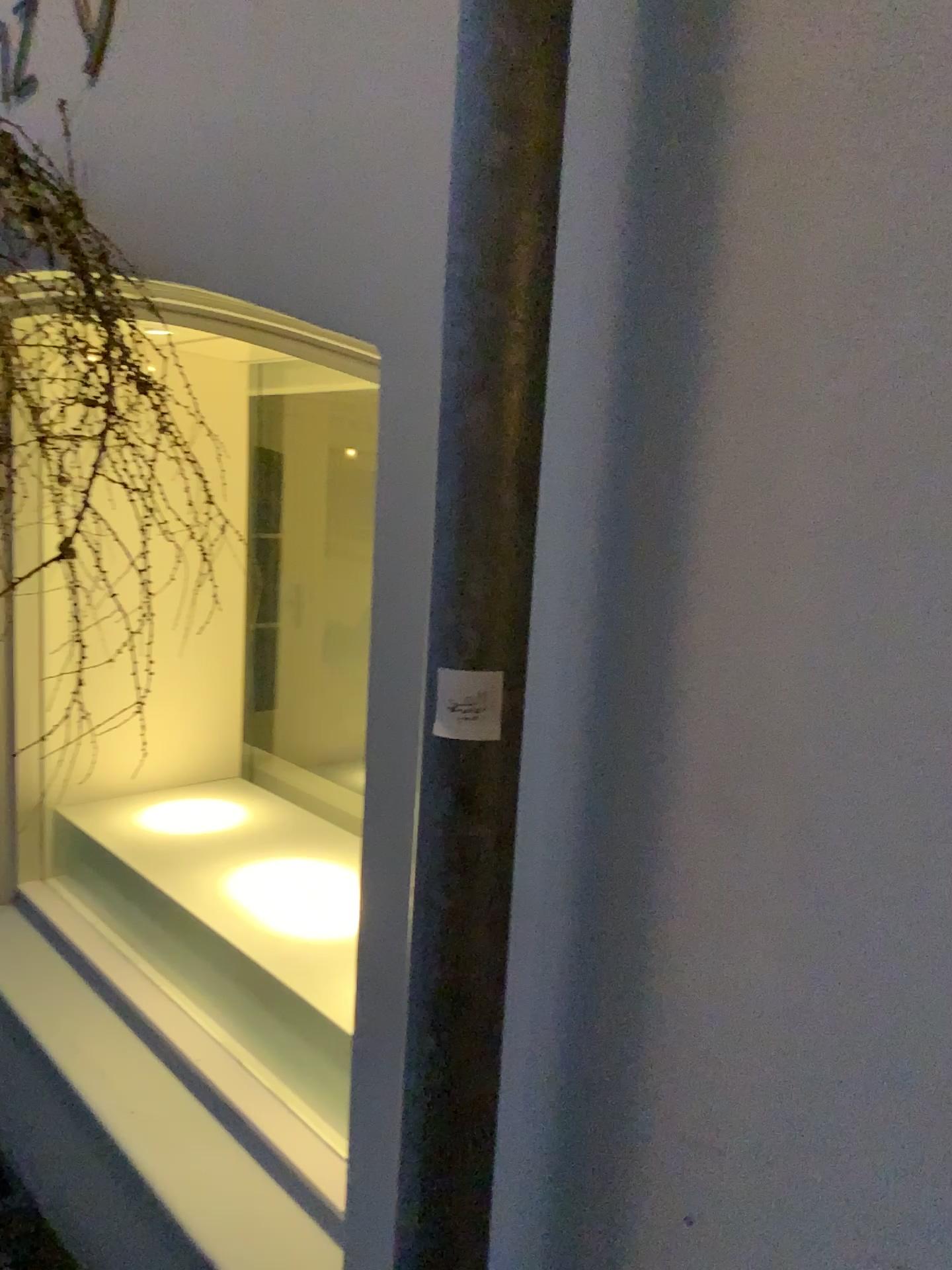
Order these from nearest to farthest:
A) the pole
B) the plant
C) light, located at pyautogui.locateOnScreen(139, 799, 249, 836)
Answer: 1. the pole
2. the plant
3. light, located at pyautogui.locateOnScreen(139, 799, 249, 836)

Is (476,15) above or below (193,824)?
above

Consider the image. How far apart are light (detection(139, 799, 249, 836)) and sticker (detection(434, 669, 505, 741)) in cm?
175

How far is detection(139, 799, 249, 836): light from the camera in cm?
234

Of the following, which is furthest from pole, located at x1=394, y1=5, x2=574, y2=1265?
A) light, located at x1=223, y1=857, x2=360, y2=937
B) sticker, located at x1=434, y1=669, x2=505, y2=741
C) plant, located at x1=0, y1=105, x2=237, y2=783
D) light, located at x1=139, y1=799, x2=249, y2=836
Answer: light, located at x1=139, y1=799, x2=249, y2=836

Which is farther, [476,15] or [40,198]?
[40,198]

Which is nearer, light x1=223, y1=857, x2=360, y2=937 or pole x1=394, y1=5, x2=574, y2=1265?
pole x1=394, y1=5, x2=574, y2=1265

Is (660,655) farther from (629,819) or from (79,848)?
(79,848)

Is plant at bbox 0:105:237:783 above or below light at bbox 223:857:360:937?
above

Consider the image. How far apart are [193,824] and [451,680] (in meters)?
1.78
